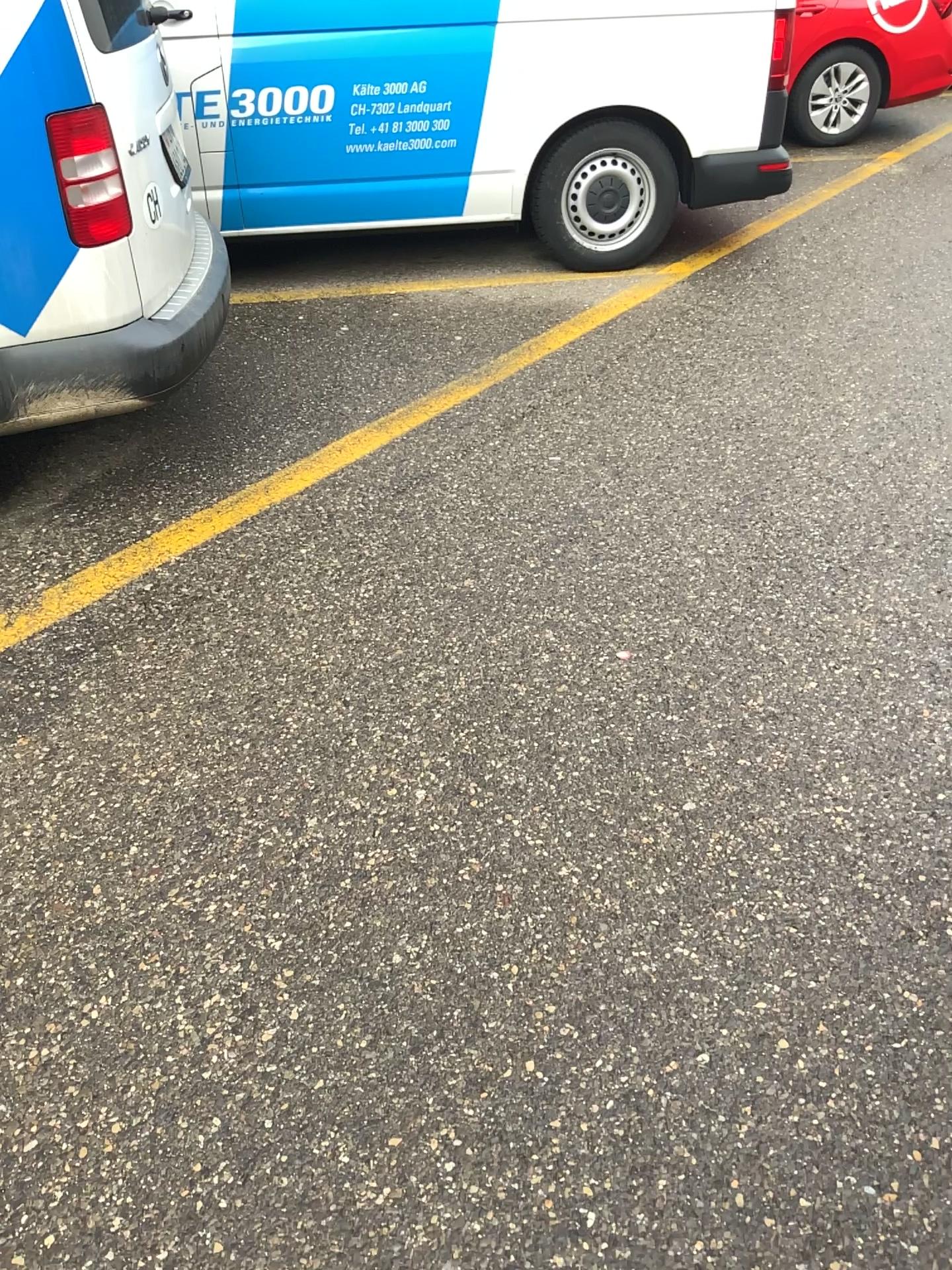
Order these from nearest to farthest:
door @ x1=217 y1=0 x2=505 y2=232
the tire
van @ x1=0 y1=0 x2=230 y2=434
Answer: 1. van @ x1=0 y1=0 x2=230 y2=434
2. door @ x1=217 y1=0 x2=505 y2=232
3. the tire

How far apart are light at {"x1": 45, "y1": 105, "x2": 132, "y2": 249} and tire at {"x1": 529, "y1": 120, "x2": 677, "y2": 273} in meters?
2.6

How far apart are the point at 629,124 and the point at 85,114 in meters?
2.9

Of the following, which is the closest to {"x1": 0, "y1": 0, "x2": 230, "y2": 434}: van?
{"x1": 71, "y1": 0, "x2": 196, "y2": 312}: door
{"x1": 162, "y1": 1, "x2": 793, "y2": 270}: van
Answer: {"x1": 71, "y1": 0, "x2": 196, "y2": 312}: door

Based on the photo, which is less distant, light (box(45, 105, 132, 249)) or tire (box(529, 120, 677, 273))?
light (box(45, 105, 132, 249))

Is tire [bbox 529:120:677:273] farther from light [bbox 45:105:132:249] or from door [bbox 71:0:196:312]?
light [bbox 45:105:132:249]

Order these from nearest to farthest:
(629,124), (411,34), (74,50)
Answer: (74,50), (411,34), (629,124)

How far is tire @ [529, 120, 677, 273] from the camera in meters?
4.7

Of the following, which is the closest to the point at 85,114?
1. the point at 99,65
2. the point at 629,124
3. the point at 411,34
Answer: the point at 99,65

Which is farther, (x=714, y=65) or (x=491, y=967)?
(x=714, y=65)
